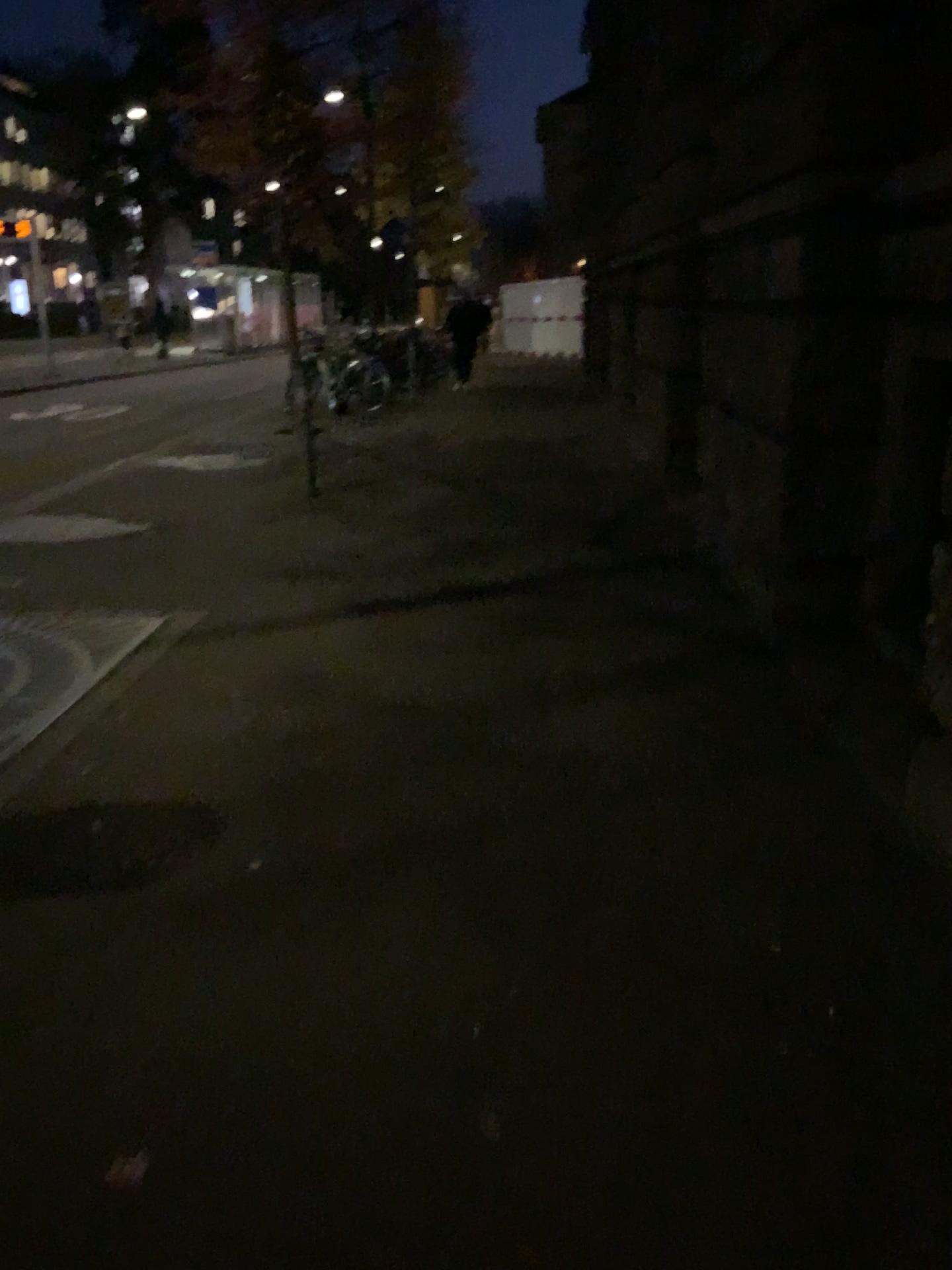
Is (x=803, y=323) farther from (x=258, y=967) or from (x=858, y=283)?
(x=258, y=967)
